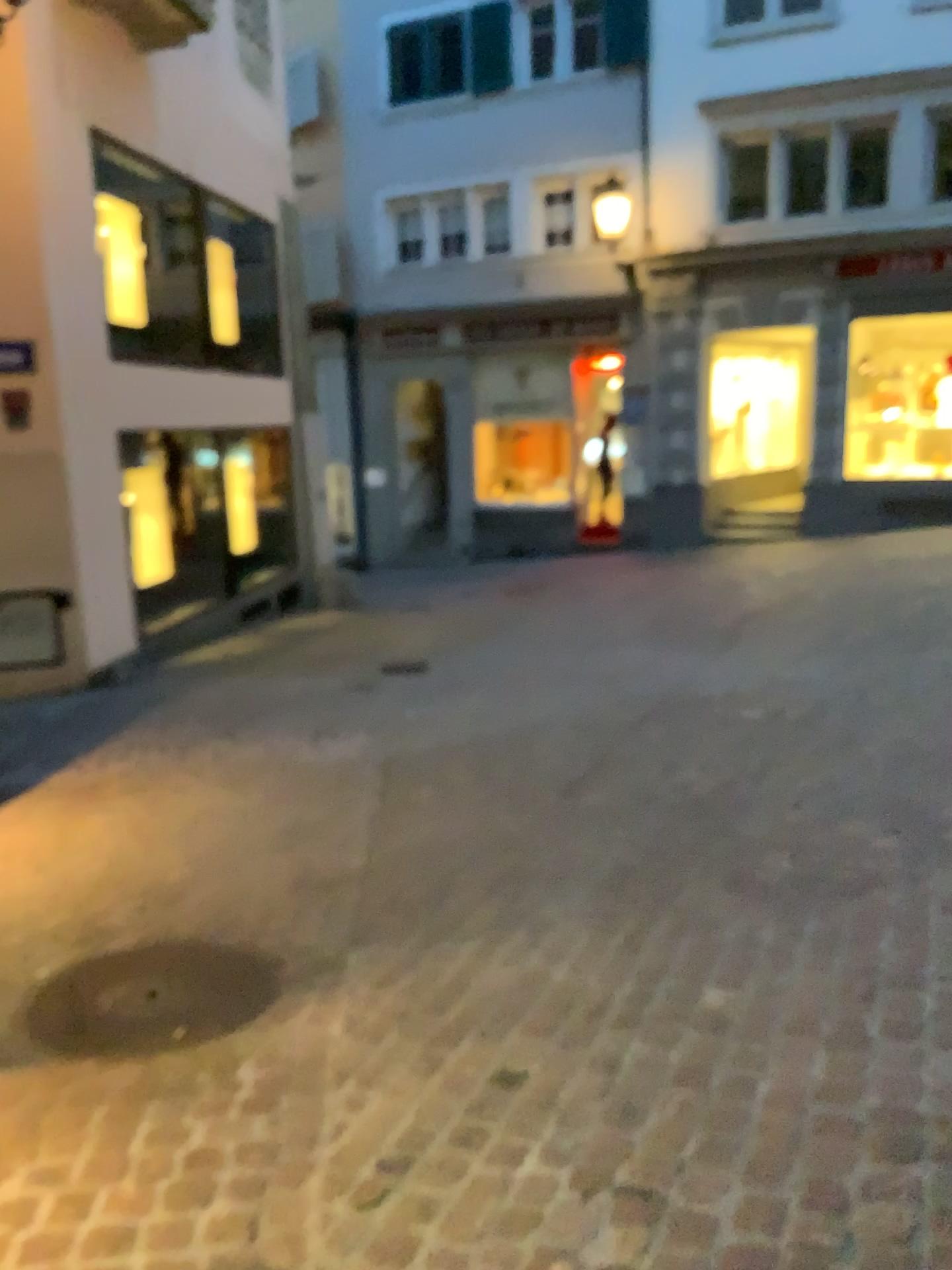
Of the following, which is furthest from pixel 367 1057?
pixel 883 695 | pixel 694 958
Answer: pixel 883 695
